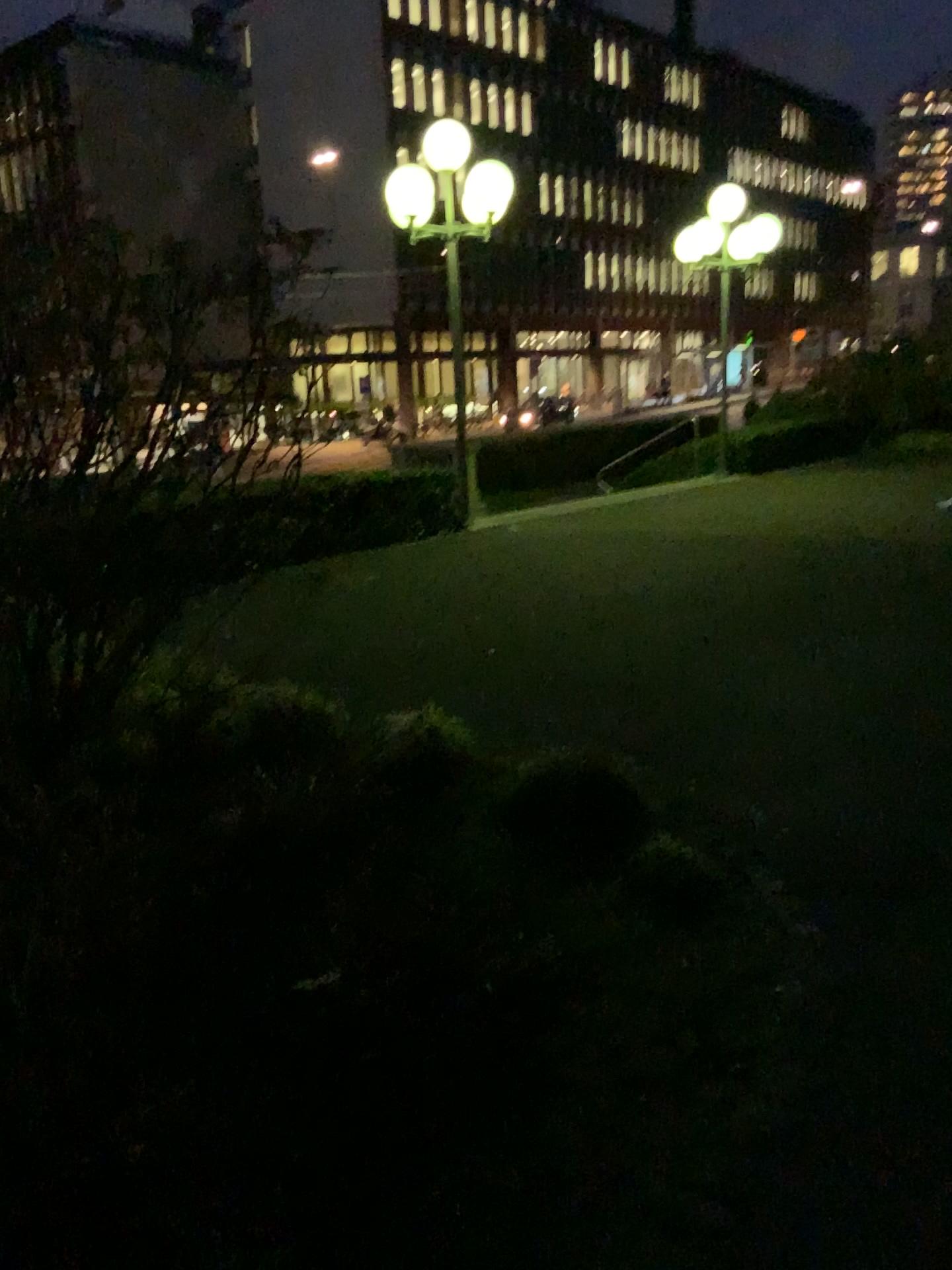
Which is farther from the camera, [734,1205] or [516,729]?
[516,729]
